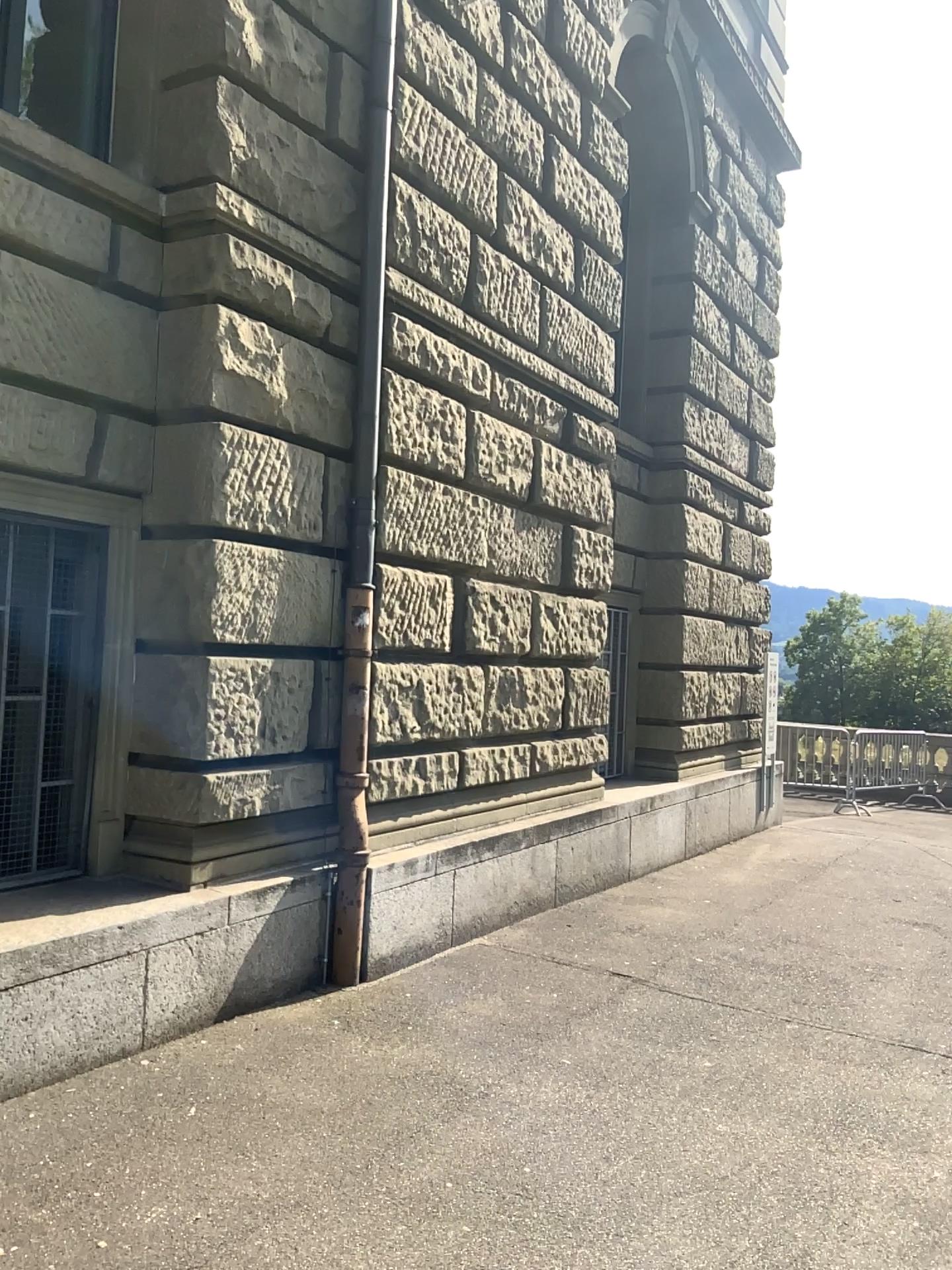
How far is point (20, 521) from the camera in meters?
4.3 m

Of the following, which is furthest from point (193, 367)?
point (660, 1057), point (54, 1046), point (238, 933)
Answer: point (660, 1057)

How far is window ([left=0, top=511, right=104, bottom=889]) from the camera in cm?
428
